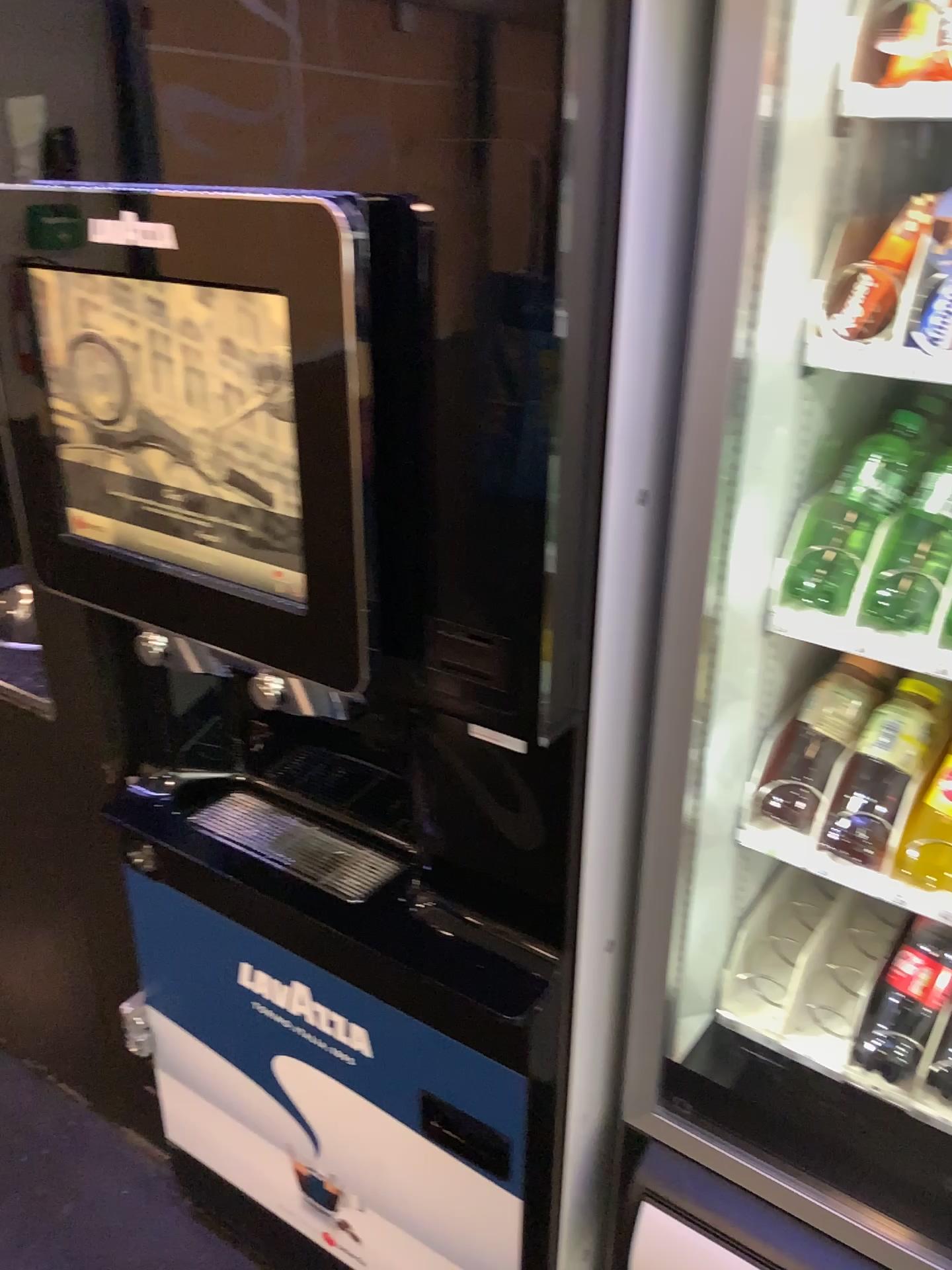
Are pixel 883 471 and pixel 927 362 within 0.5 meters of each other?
yes

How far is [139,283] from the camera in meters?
0.9

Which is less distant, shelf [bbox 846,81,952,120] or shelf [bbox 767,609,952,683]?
shelf [bbox 846,81,952,120]

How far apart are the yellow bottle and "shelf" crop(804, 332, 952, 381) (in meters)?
0.43

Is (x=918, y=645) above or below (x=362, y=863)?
above

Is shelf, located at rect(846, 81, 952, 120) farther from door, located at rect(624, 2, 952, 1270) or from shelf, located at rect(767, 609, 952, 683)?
shelf, located at rect(767, 609, 952, 683)

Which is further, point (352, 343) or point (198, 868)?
point (198, 868)

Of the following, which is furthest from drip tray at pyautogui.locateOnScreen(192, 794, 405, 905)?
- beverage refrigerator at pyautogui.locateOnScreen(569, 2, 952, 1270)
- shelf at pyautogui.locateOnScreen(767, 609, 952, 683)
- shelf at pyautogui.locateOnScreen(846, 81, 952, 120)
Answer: shelf at pyautogui.locateOnScreen(846, 81, 952, 120)

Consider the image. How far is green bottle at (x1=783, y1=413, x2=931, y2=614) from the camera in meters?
1.0 m

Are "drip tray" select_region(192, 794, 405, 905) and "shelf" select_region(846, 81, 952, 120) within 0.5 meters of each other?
no
